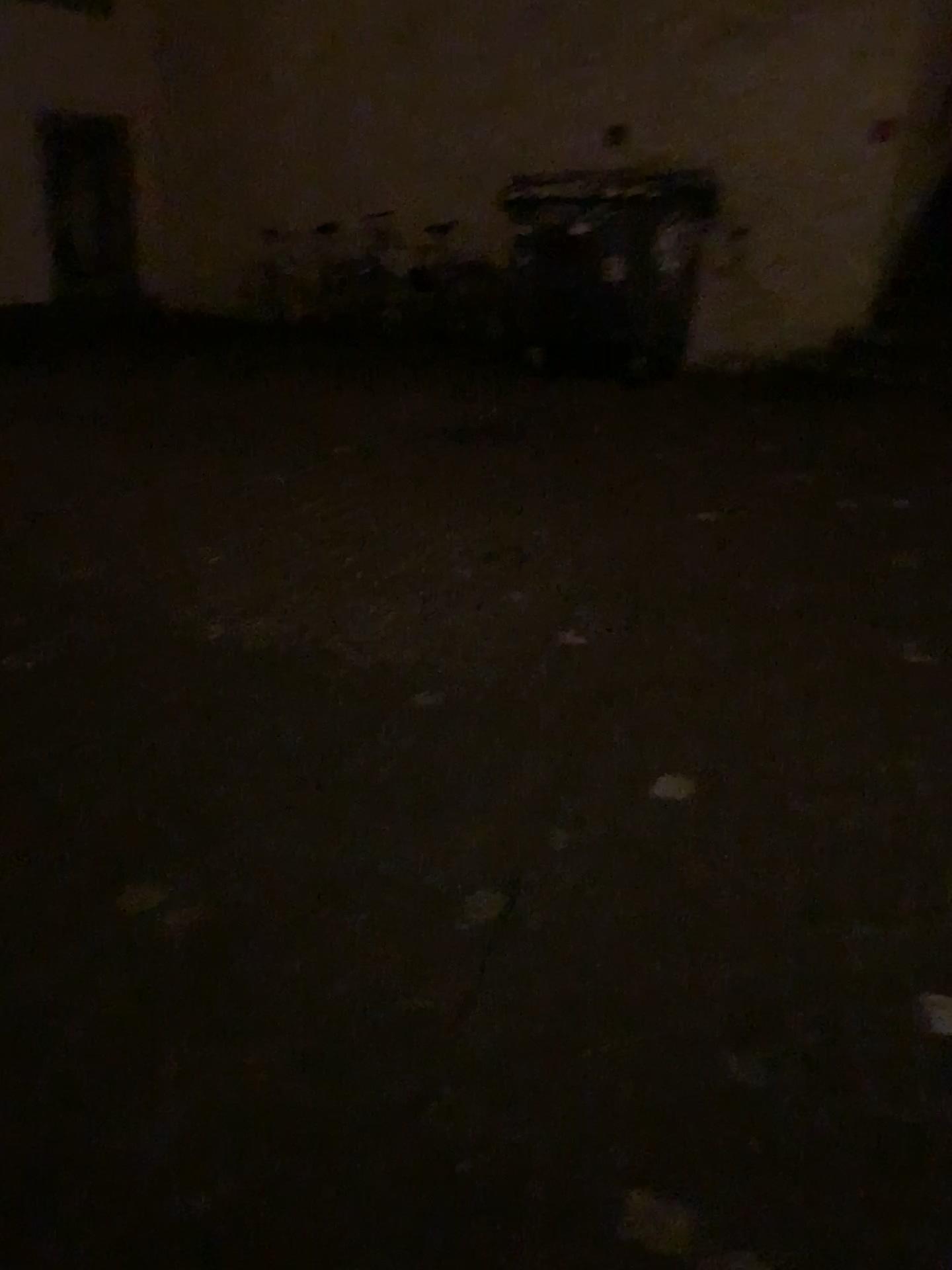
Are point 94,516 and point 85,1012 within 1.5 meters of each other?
no
